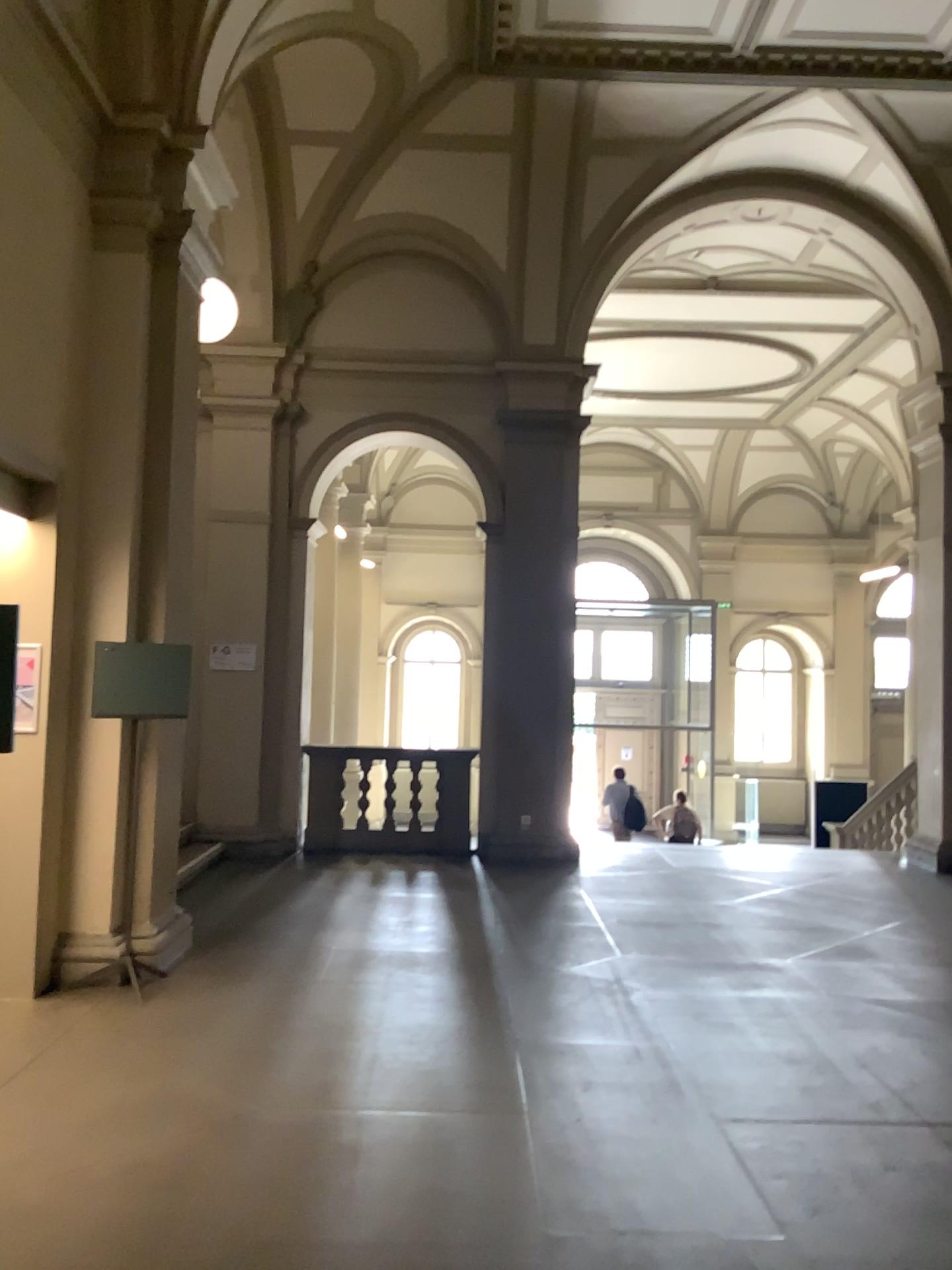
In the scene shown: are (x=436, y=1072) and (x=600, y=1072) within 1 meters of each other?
yes
